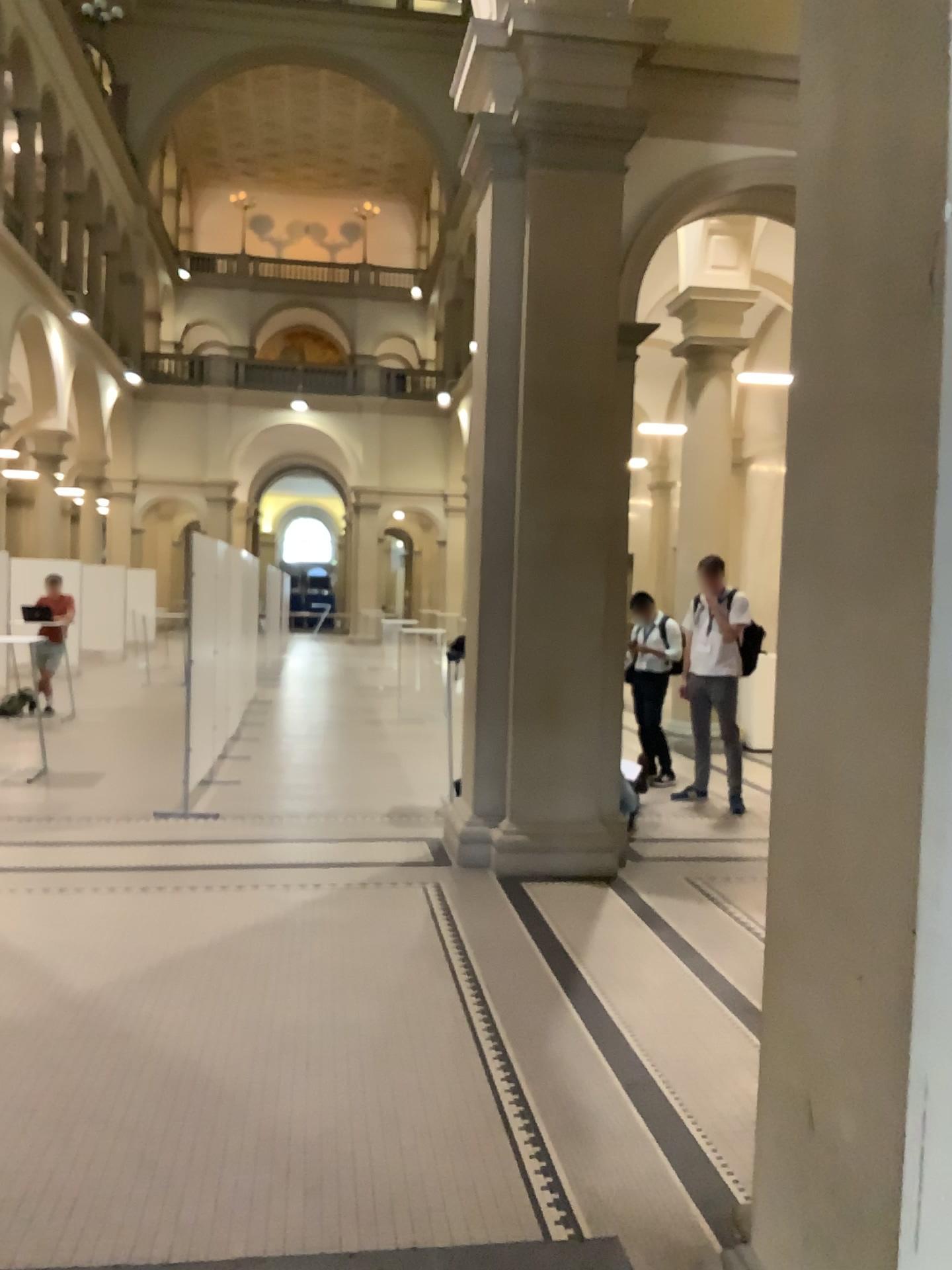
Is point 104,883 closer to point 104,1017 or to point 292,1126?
point 104,1017
